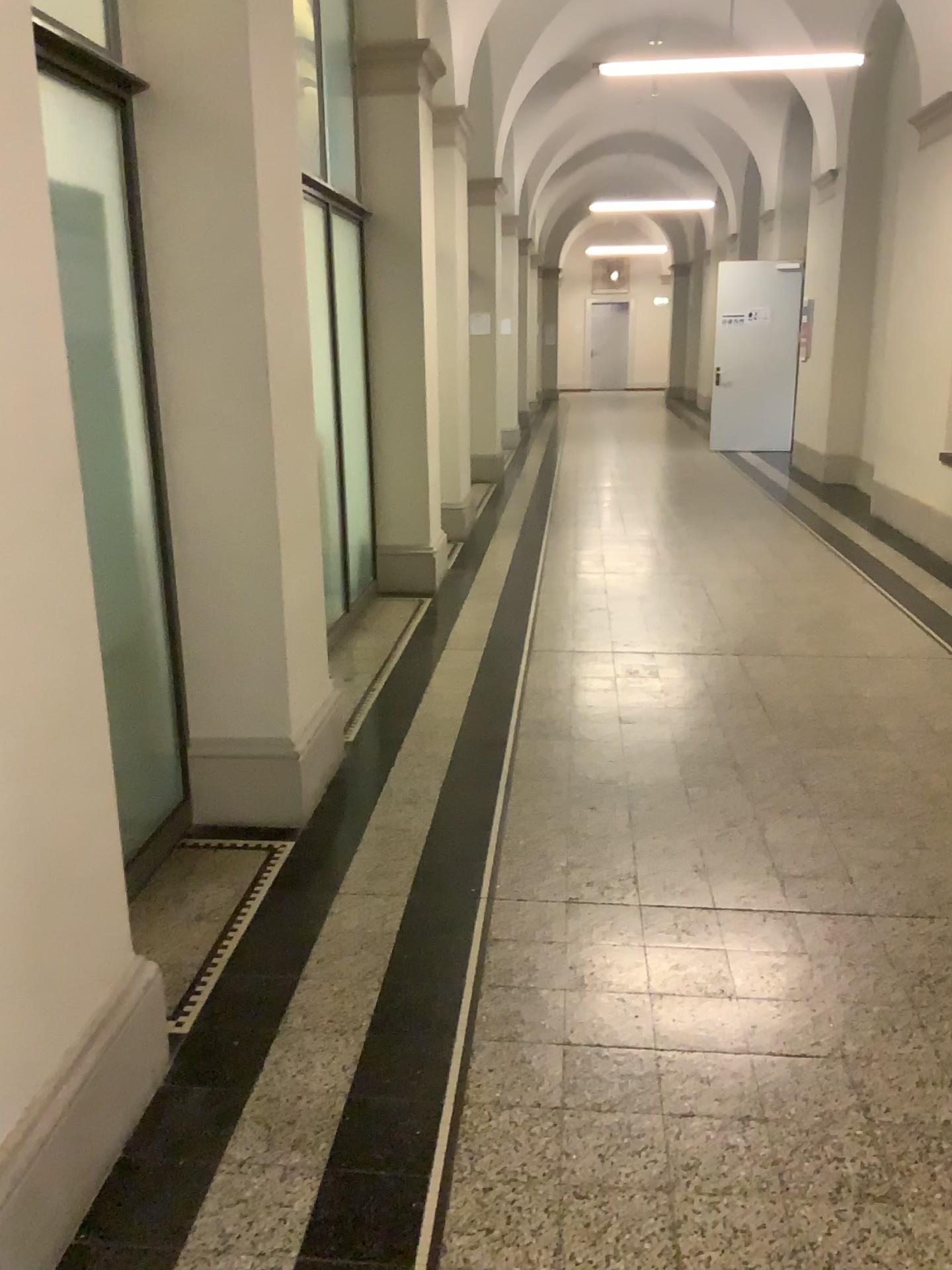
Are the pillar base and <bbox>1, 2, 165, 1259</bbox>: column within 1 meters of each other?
no

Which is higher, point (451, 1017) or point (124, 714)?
point (124, 714)

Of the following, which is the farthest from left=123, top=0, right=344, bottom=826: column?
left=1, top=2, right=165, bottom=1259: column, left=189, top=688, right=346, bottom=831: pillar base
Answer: left=1, top=2, right=165, bottom=1259: column

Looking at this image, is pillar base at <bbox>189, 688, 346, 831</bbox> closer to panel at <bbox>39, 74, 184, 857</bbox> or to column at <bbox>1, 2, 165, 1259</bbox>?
panel at <bbox>39, 74, 184, 857</bbox>

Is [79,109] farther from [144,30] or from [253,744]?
[253,744]

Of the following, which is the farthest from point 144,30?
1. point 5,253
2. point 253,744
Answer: point 253,744

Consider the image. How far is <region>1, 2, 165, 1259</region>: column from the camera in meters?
1.7

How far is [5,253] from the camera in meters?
1.7 m

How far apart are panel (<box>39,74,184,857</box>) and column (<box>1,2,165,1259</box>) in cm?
70

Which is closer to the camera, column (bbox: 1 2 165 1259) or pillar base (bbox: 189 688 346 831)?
column (bbox: 1 2 165 1259)
